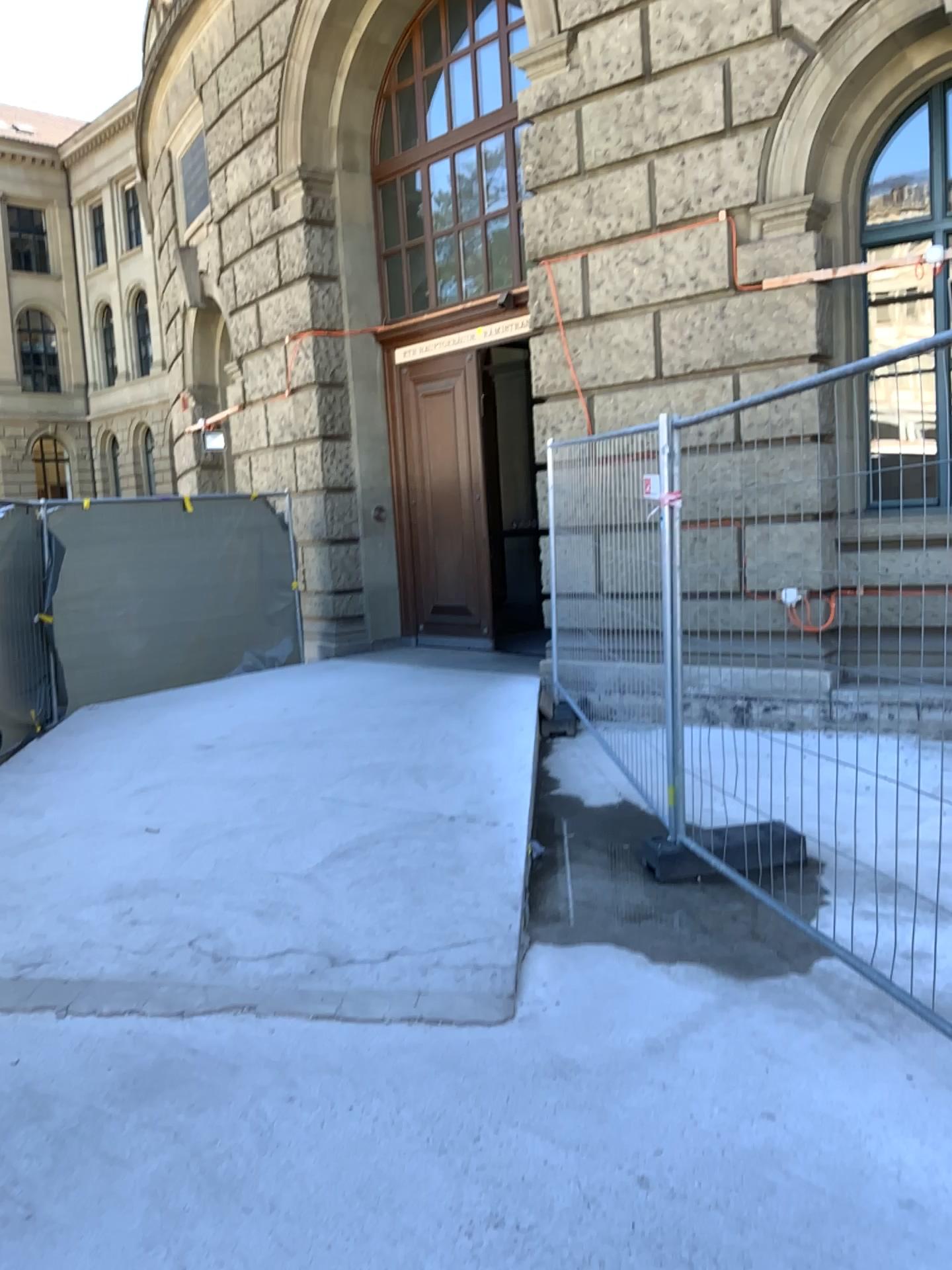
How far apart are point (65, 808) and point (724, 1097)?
3.99m
